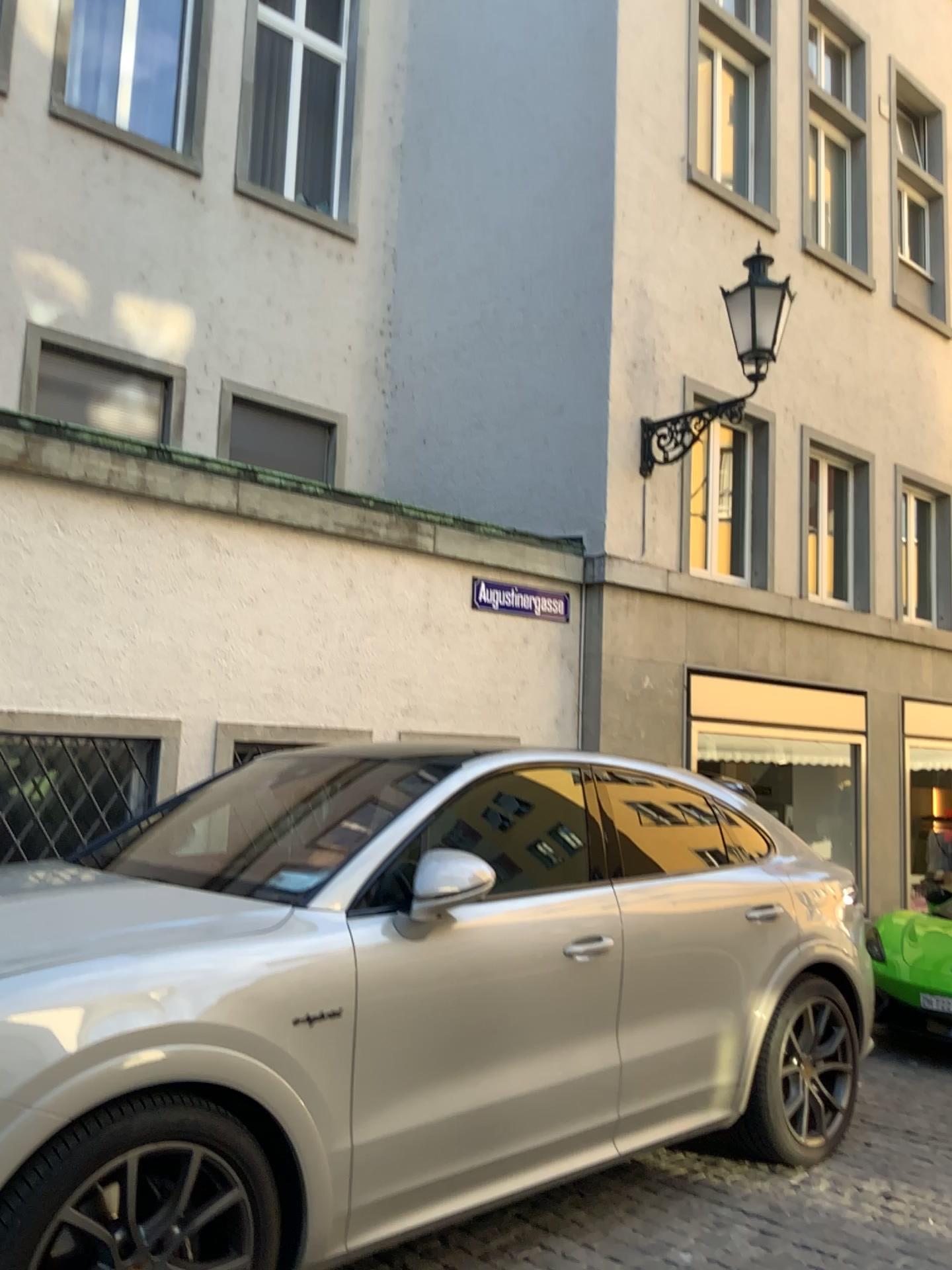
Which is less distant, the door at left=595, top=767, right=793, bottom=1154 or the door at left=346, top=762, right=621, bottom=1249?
the door at left=346, top=762, right=621, bottom=1249

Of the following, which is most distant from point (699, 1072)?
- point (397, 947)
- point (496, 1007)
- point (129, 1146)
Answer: point (129, 1146)

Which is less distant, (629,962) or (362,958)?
(362,958)
